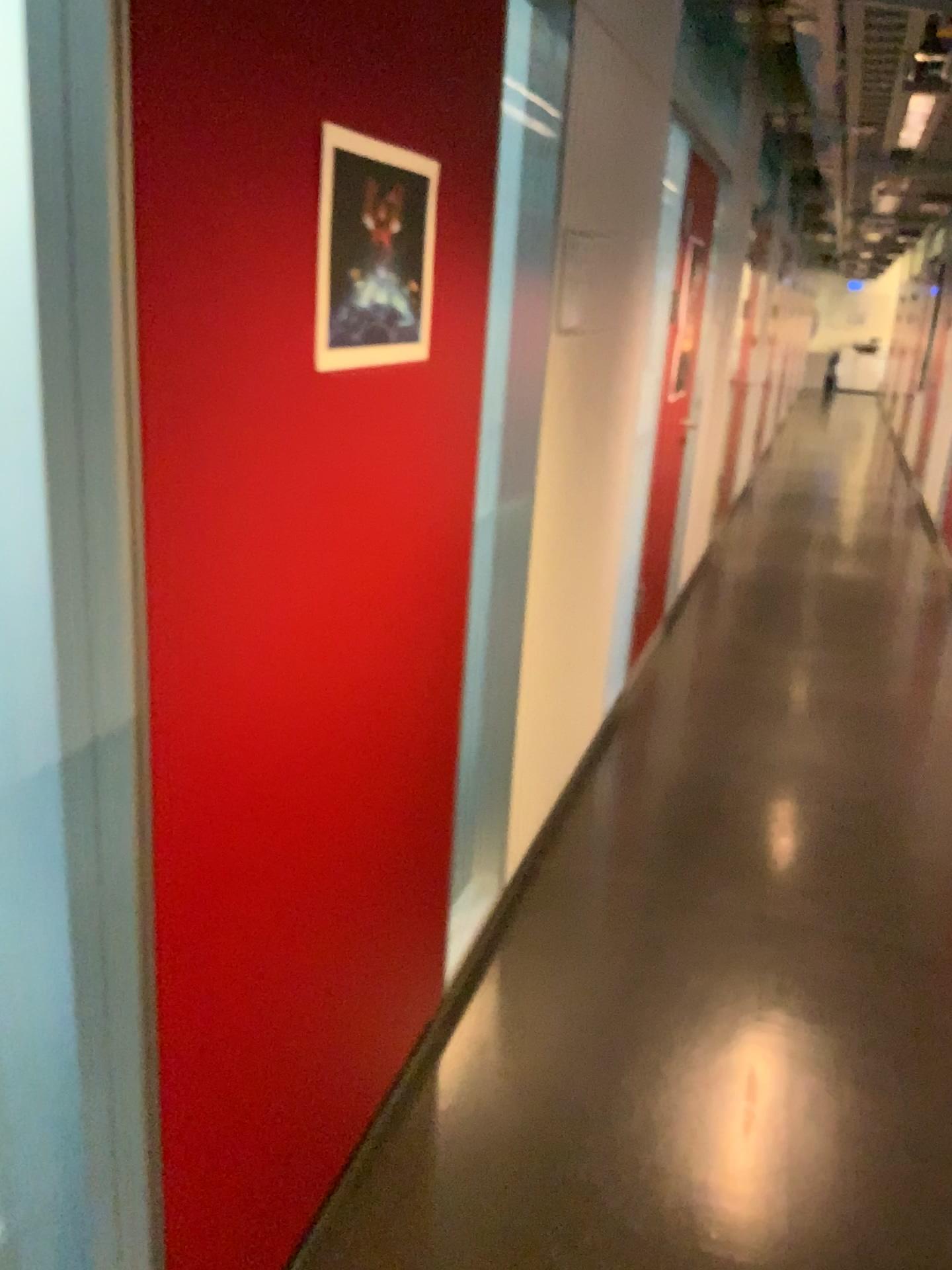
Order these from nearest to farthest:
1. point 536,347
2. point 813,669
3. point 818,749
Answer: point 536,347
point 818,749
point 813,669

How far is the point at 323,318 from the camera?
1.33m

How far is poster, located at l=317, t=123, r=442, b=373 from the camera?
1.3m
